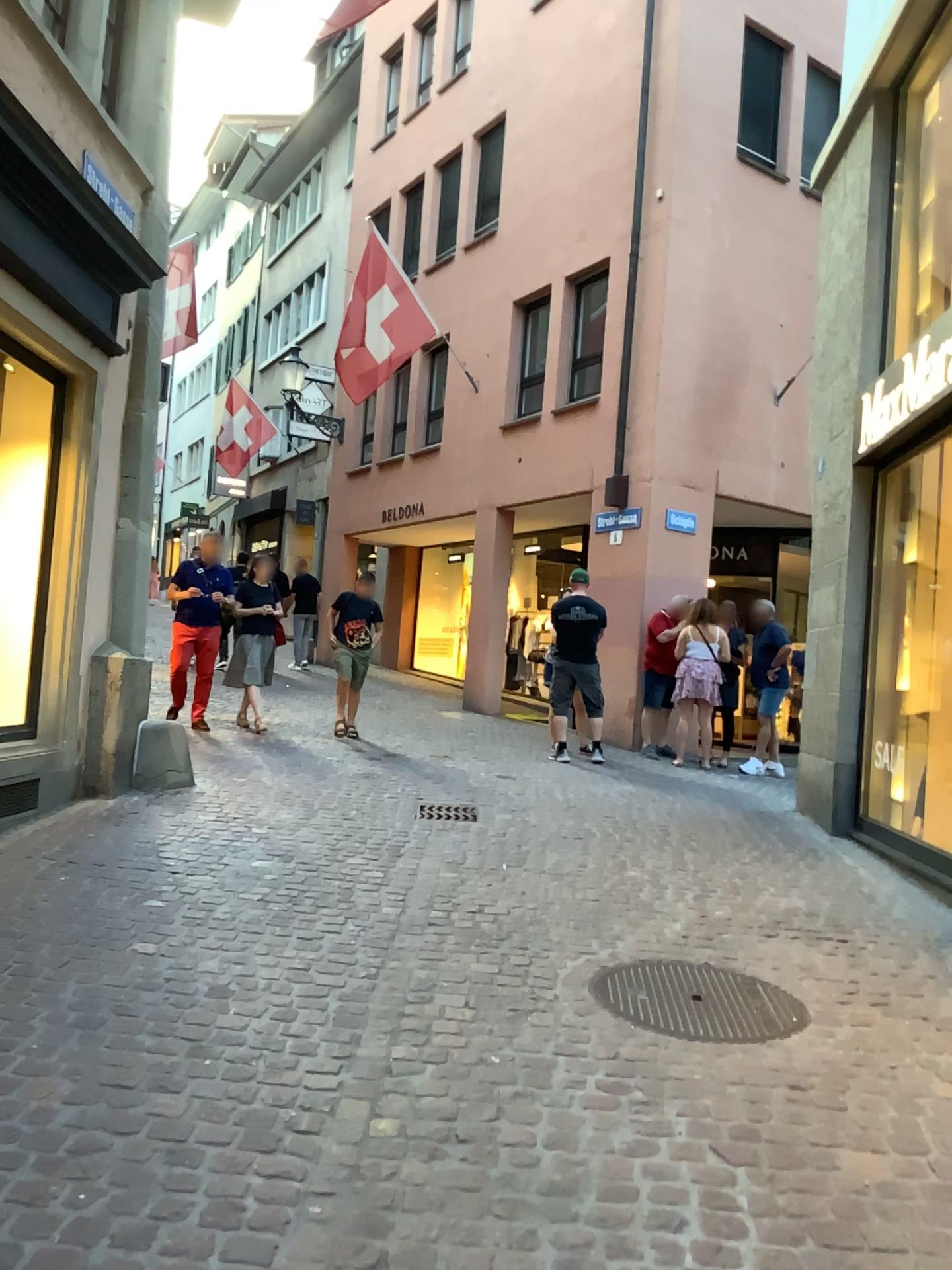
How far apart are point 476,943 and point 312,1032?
1.0 meters
